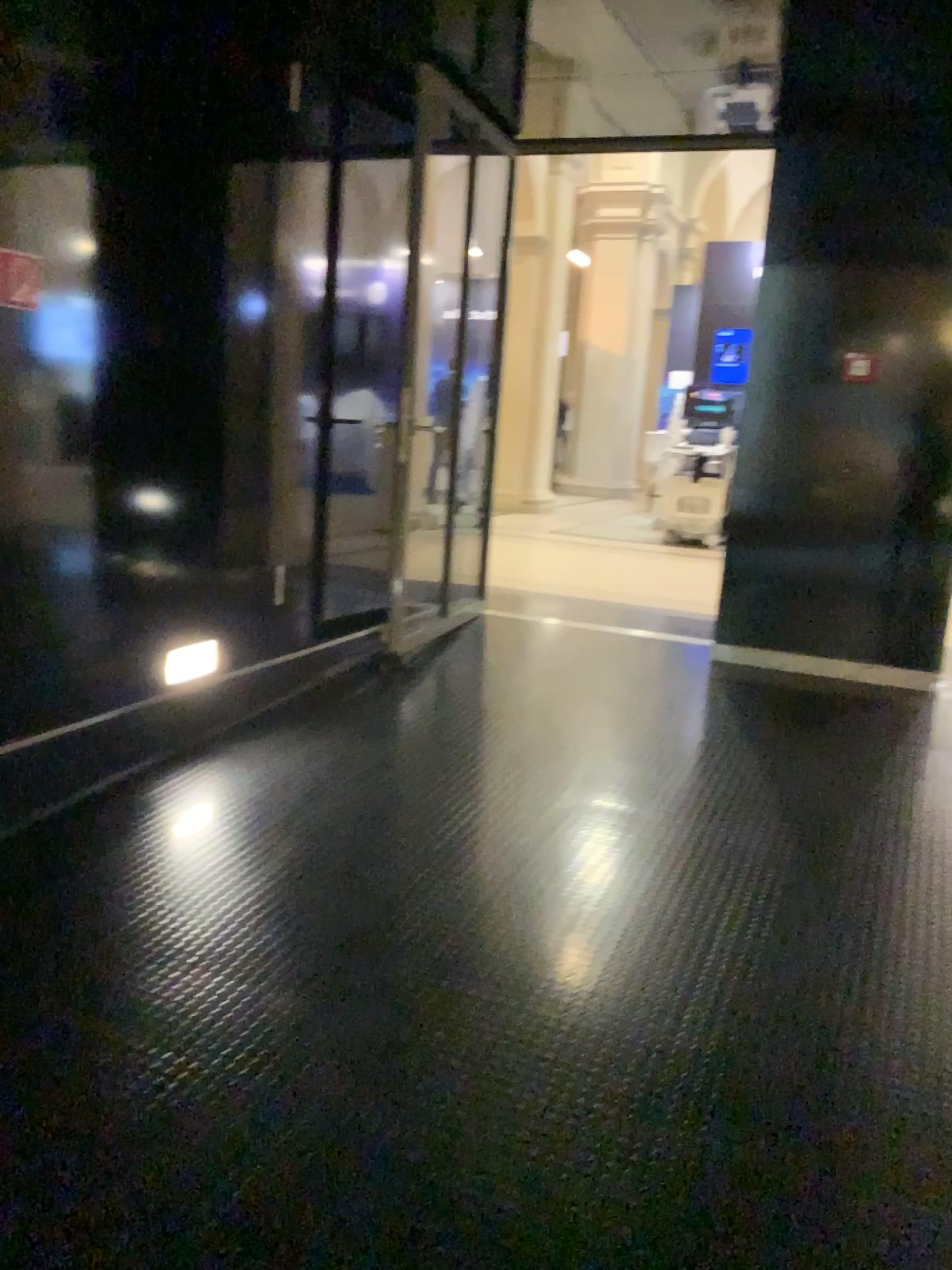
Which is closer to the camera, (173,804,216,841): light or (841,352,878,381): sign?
(173,804,216,841): light

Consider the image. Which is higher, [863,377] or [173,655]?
[863,377]

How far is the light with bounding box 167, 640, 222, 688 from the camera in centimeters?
376cm

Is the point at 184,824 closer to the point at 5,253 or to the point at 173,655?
the point at 173,655

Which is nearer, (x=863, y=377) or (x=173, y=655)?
(x=173, y=655)

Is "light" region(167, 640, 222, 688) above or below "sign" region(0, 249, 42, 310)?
below

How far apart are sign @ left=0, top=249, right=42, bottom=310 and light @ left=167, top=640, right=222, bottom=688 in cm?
132

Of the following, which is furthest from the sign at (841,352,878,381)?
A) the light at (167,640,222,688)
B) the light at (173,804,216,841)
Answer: the light at (173,804,216,841)

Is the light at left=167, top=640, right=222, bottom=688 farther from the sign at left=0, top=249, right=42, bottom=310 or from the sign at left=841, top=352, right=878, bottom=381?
the sign at left=841, top=352, right=878, bottom=381

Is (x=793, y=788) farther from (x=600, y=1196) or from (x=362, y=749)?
(x=600, y=1196)
